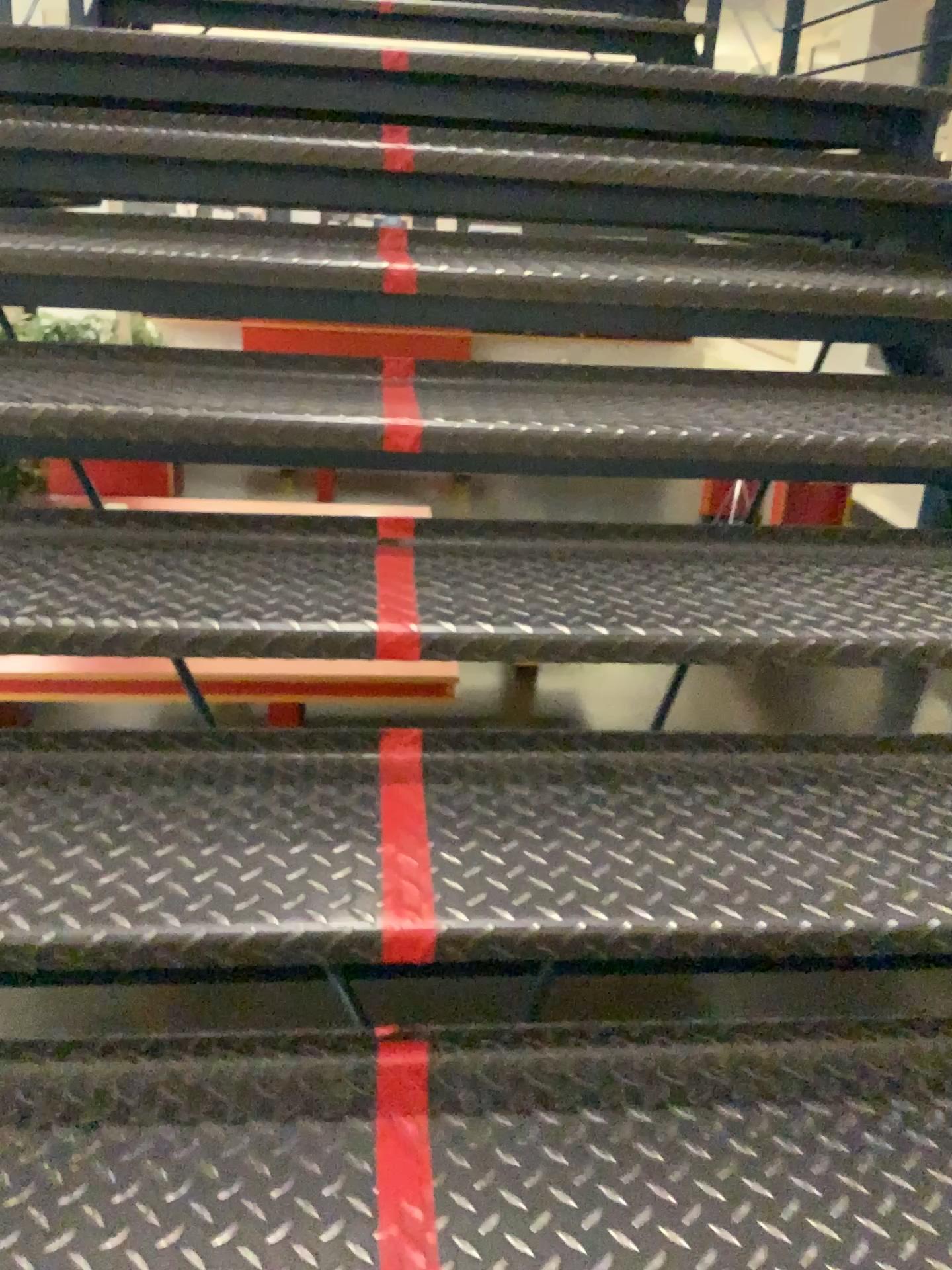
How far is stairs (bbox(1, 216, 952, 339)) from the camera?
1.6 meters

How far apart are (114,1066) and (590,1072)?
0.5 meters

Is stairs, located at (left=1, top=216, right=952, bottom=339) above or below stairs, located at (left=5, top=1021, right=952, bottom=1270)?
above

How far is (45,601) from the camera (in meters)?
1.21

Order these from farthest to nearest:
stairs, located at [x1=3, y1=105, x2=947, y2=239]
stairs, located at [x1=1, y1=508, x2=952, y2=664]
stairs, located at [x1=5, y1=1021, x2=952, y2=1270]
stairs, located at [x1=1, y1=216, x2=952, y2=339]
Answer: stairs, located at [x1=3, y1=105, x2=947, y2=239]
stairs, located at [x1=1, y1=216, x2=952, y2=339]
stairs, located at [x1=1, y1=508, x2=952, y2=664]
stairs, located at [x1=5, y1=1021, x2=952, y2=1270]

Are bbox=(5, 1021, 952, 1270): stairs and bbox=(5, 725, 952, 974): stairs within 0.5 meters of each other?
yes

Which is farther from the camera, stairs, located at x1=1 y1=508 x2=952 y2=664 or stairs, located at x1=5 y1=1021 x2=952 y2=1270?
stairs, located at x1=1 y1=508 x2=952 y2=664

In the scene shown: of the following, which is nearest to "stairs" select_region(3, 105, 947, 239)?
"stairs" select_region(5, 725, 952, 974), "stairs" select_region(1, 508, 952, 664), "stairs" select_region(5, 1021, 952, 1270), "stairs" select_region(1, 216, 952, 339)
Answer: "stairs" select_region(1, 216, 952, 339)

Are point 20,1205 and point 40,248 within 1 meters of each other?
no

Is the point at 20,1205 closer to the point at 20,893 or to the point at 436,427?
the point at 20,893
